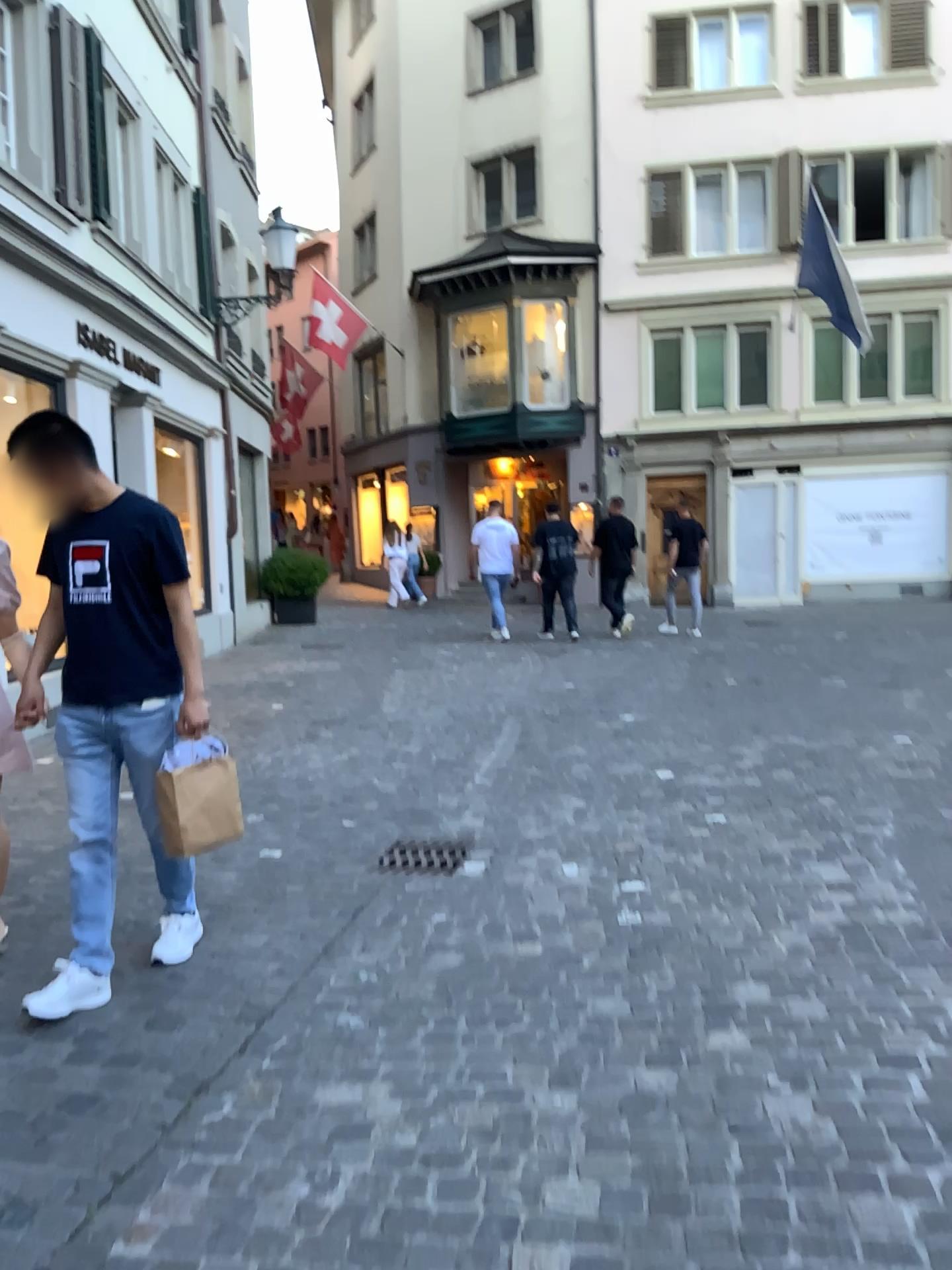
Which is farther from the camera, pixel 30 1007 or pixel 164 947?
pixel 164 947

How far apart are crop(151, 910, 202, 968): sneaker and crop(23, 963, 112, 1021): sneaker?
0.3 meters

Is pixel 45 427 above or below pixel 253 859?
above

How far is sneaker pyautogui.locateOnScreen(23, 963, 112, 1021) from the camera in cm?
292

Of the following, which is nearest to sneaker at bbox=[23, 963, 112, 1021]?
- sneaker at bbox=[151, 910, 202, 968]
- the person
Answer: the person

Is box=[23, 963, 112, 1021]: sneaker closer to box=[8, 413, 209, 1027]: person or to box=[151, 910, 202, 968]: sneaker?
box=[8, 413, 209, 1027]: person

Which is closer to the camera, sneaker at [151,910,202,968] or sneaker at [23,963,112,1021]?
sneaker at [23,963,112,1021]

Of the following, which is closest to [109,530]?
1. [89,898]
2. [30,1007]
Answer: [89,898]

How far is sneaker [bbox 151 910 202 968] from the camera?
3.3m

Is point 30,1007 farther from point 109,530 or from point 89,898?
point 109,530
